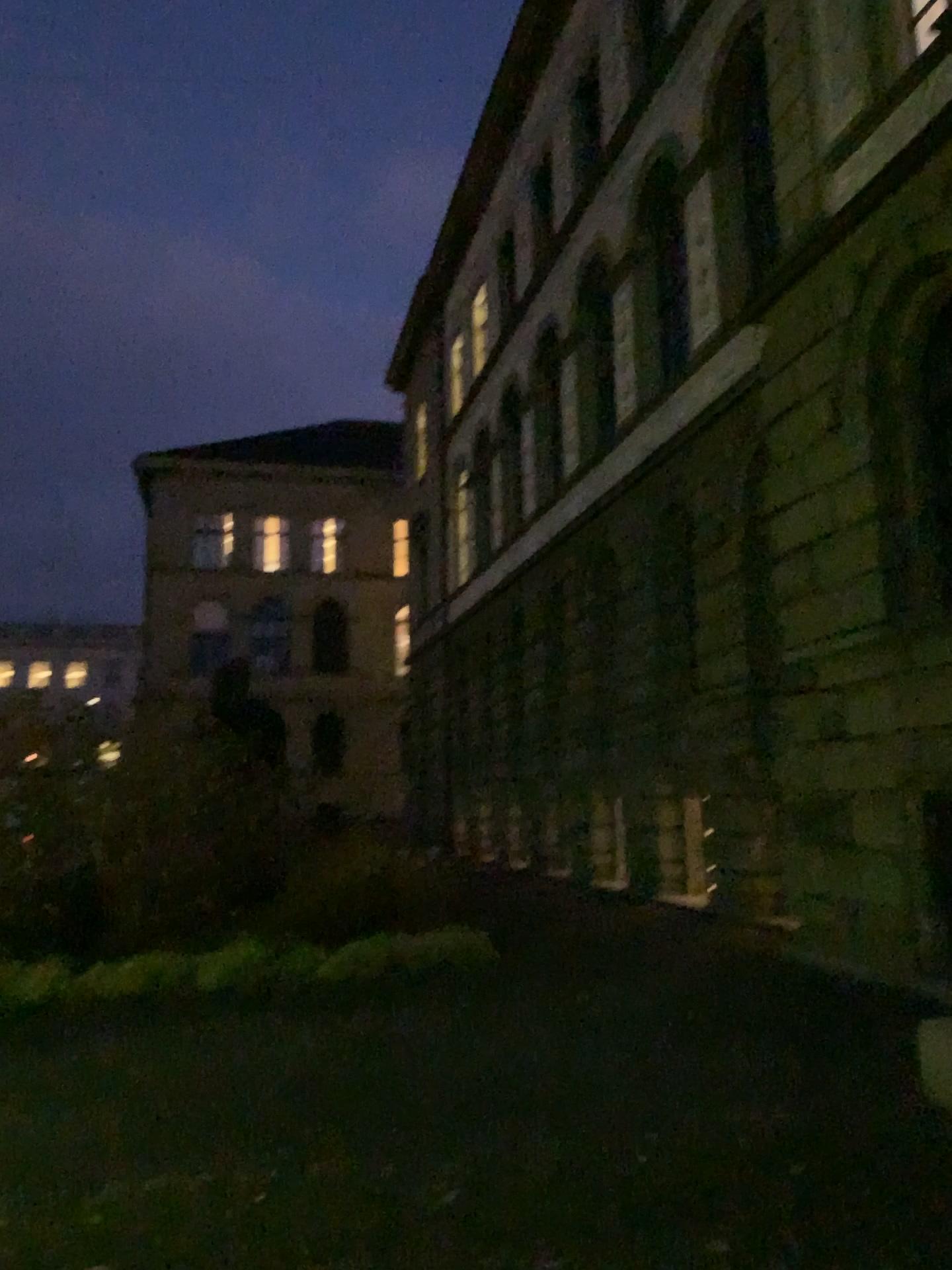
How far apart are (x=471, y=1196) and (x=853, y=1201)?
1.6 meters
